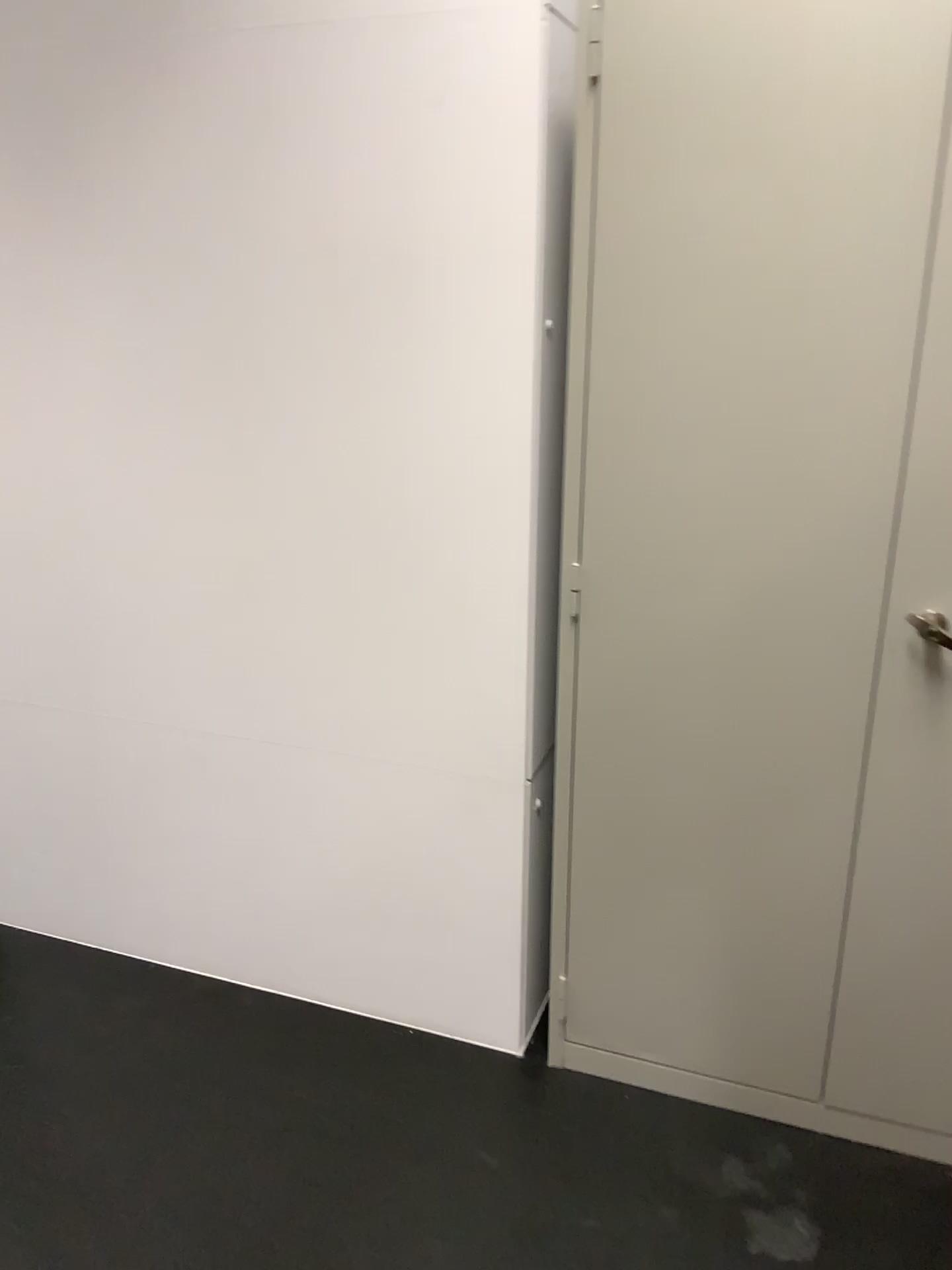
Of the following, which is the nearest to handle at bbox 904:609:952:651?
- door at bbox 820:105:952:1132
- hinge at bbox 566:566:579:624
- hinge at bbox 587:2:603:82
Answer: door at bbox 820:105:952:1132

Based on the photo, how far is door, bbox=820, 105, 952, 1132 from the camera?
1.5 meters

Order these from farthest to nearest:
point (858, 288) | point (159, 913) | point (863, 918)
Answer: point (159, 913), point (863, 918), point (858, 288)

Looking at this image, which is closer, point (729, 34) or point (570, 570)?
point (729, 34)

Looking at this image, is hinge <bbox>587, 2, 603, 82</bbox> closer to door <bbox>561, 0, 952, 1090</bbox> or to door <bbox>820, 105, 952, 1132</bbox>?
door <bbox>561, 0, 952, 1090</bbox>

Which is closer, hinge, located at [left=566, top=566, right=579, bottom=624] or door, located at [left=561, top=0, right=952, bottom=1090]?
door, located at [left=561, top=0, right=952, bottom=1090]

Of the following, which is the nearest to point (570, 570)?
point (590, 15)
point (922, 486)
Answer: point (922, 486)

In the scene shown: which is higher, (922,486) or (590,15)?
(590,15)

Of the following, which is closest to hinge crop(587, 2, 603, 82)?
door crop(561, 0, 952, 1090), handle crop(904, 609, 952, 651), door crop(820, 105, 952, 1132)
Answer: door crop(561, 0, 952, 1090)

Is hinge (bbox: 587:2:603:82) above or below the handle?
above
